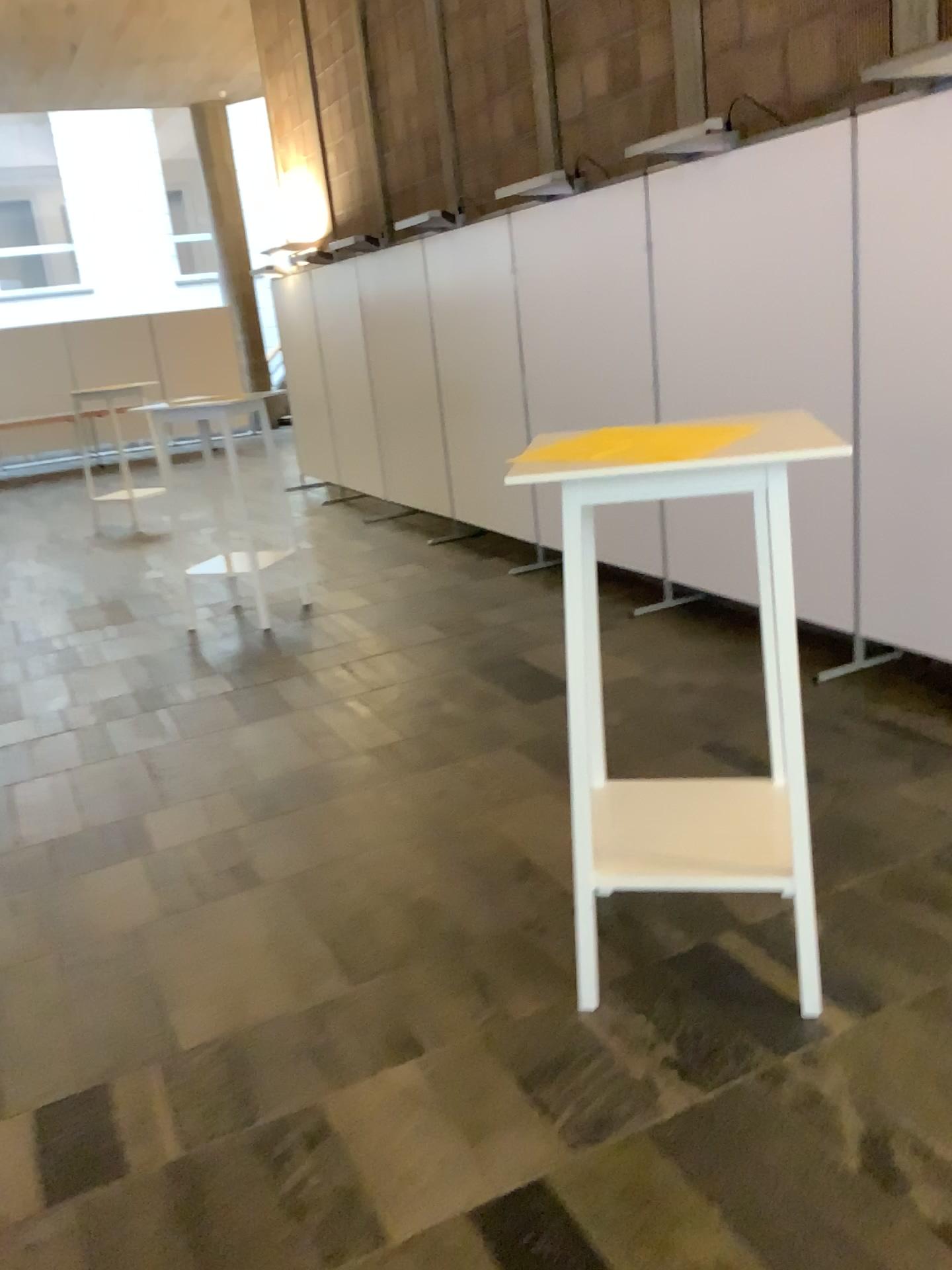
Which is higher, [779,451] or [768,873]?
[779,451]

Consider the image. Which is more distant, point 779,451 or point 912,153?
point 912,153

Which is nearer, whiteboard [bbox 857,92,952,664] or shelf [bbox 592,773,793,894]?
shelf [bbox 592,773,793,894]

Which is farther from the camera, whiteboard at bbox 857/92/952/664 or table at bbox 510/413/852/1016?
whiteboard at bbox 857/92/952/664

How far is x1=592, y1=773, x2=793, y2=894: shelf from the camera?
2.2m

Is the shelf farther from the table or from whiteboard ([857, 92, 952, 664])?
whiteboard ([857, 92, 952, 664])

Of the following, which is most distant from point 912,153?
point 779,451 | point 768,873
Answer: point 768,873

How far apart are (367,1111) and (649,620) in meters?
3.2 m

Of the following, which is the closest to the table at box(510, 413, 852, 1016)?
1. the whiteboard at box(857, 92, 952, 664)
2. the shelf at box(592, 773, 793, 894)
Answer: the shelf at box(592, 773, 793, 894)
